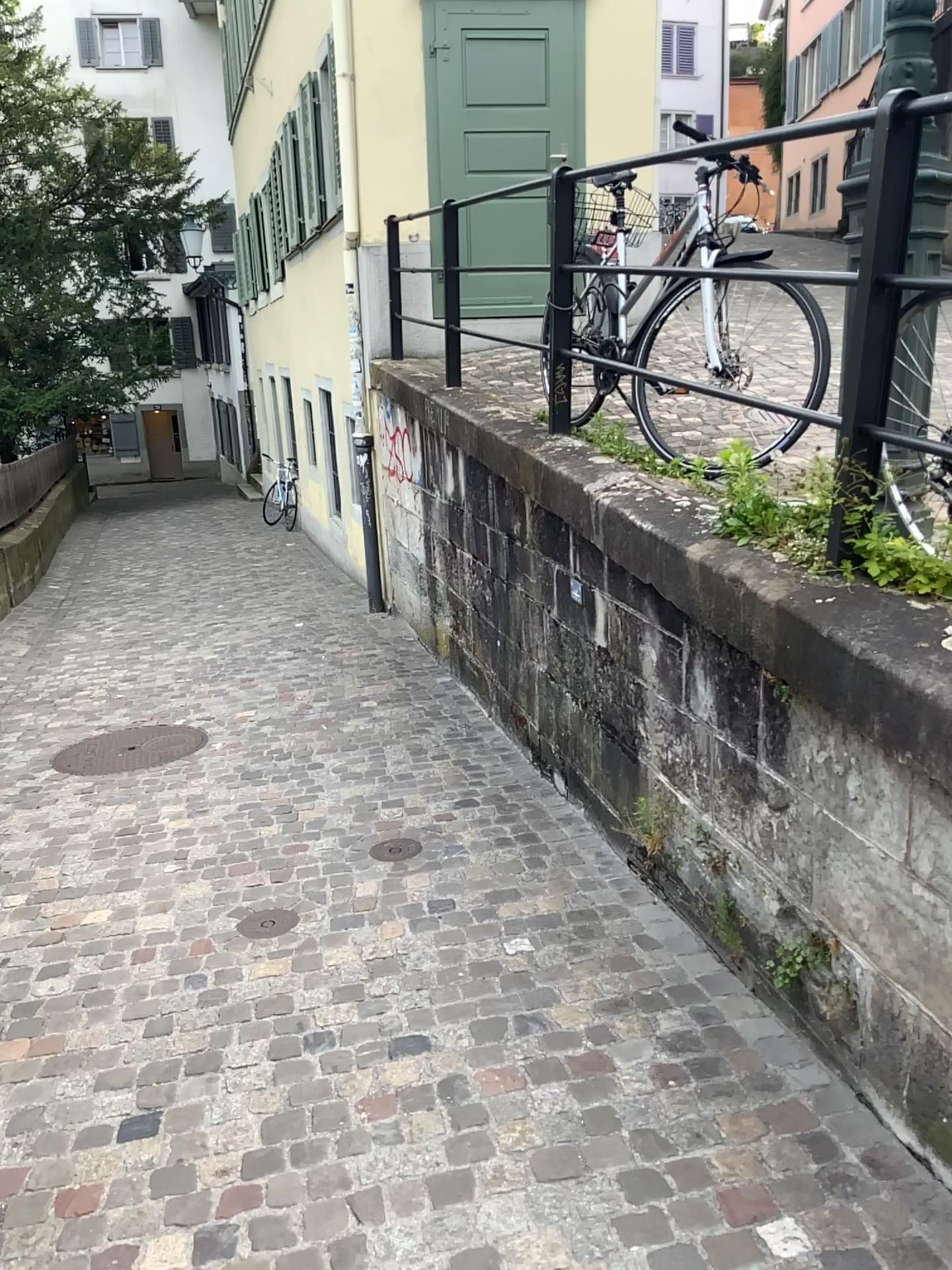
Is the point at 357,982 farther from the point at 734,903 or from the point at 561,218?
the point at 561,218

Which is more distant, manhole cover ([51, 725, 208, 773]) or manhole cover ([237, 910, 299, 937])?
manhole cover ([51, 725, 208, 773])

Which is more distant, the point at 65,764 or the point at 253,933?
the point at 65,764
